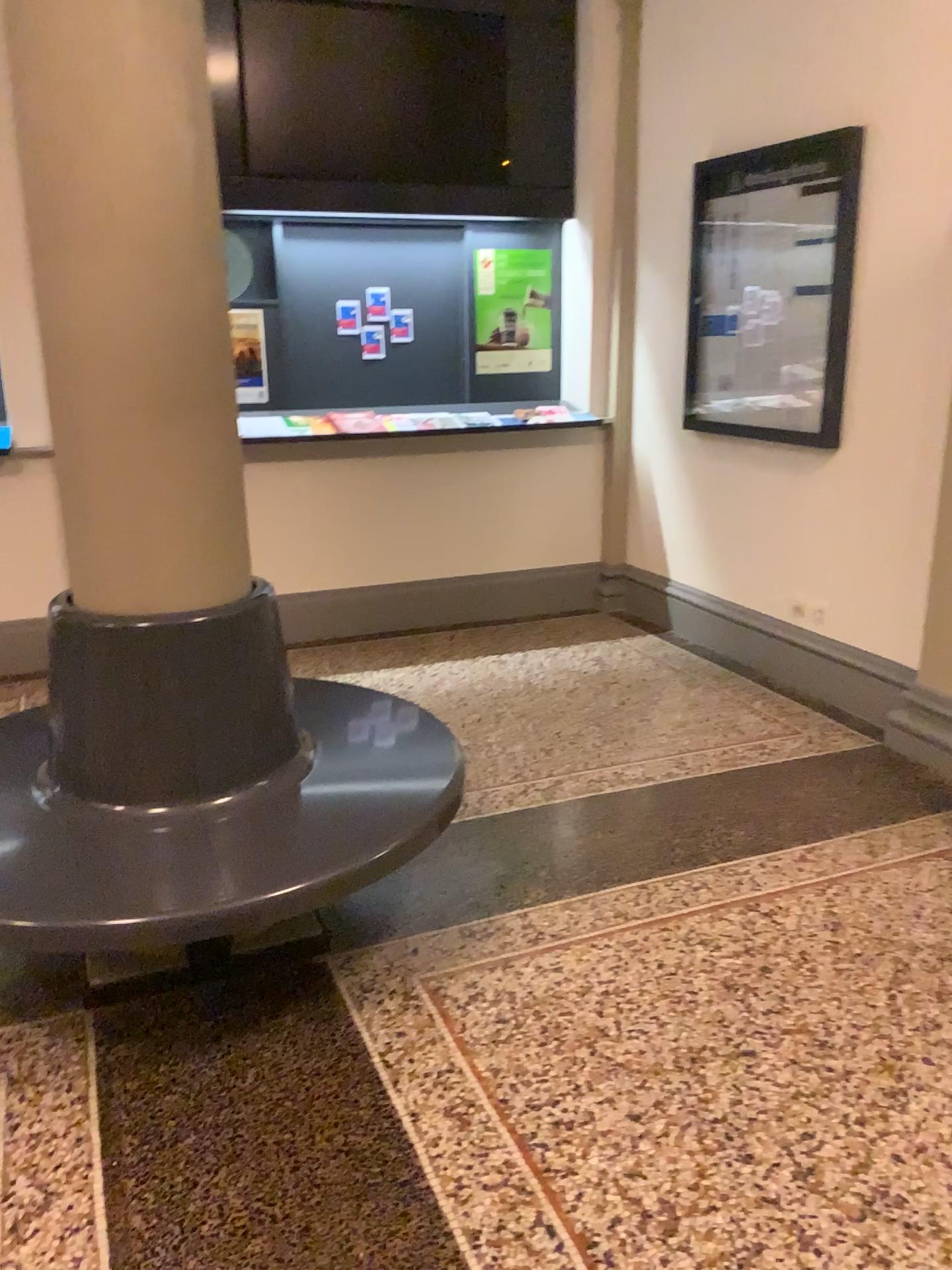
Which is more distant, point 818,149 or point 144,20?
point 818,149

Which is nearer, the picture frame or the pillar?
the pillar

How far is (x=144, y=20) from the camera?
2.0 meters

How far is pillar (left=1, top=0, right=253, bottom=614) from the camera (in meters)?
2.02

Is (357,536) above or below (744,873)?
above
